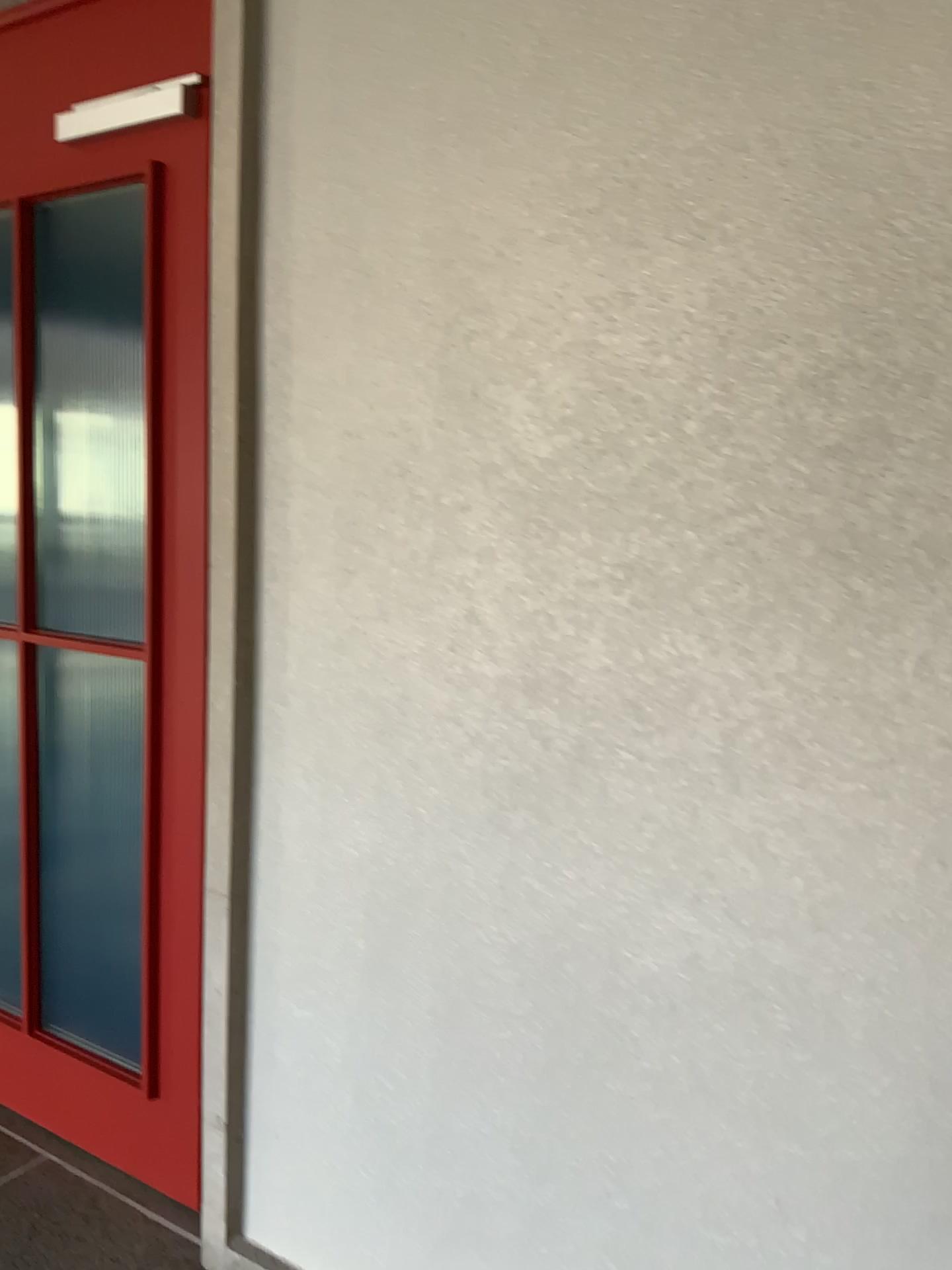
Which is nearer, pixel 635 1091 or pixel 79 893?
pixel 635 1091

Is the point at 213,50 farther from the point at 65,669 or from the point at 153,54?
the point at 65,669

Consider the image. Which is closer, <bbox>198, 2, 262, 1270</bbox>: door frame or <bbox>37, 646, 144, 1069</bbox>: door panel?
<bbox>198, 2, 262, 1270</bbox>: door frame

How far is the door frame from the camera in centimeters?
171cm

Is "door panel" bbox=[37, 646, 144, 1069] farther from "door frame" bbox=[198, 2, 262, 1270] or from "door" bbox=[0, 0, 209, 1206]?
"door frame" bbox=[198, 2, 262, 1270]

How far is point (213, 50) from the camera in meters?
1.7 m

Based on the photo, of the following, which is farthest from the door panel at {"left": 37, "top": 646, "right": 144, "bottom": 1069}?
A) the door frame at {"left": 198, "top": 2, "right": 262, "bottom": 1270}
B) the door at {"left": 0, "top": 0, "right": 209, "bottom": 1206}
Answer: the door frame at {"left": 198, "top": 2, "right": 262, "bottom": 1270}

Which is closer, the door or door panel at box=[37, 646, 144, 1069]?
the door

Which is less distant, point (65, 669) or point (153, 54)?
point (153, 54)
